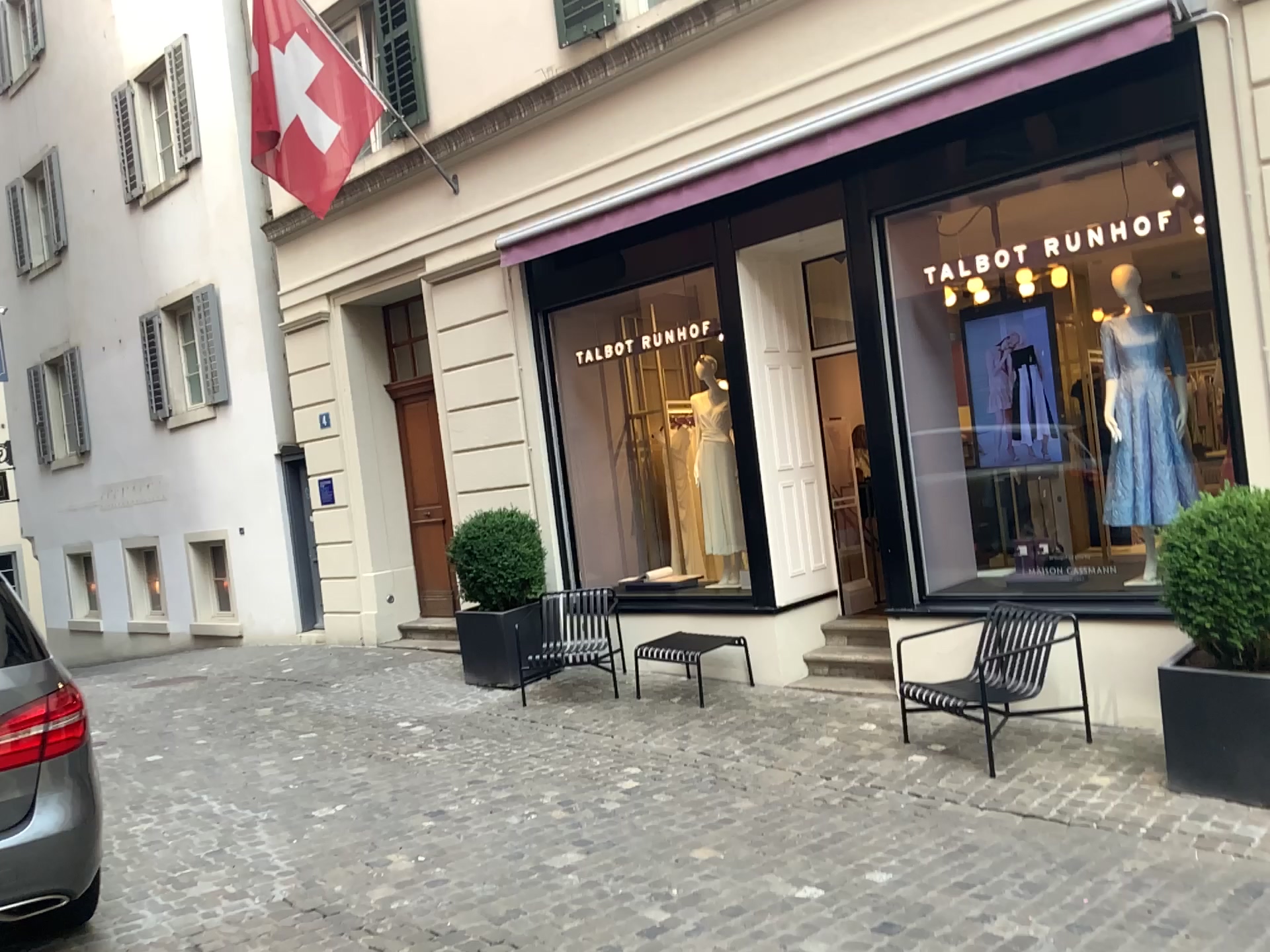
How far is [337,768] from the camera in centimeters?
605cm

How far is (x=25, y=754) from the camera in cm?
348

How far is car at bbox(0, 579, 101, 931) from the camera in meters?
3.5
